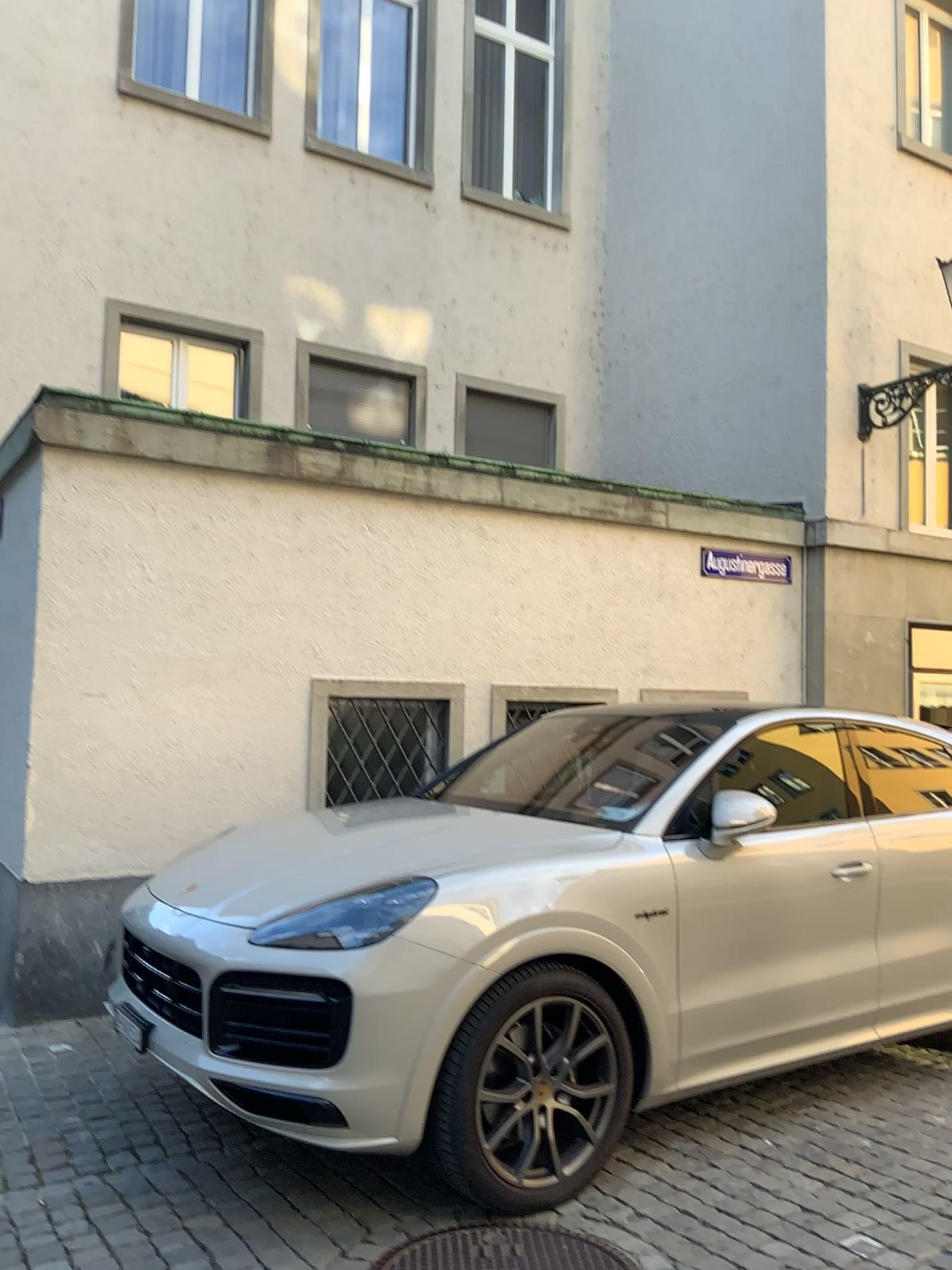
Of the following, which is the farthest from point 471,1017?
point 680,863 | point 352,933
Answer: point 680,863

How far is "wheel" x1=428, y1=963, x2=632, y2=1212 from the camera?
3.20m

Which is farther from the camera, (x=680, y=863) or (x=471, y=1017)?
(x=680, y=863)

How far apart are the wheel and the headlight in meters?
0.4

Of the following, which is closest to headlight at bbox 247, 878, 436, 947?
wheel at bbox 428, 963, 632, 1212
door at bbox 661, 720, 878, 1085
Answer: wheel at bbox 428, 963, 632, 1212

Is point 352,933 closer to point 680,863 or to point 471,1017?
point 471,1017

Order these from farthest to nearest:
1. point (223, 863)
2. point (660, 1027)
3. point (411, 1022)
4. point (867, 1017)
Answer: point (867, 1017)
point (223, 863)
point (660, 1027)
point (411, 1022)

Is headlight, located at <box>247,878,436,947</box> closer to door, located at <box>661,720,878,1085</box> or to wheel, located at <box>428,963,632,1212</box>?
wheel, located at <box>428,963,632,1212</box>

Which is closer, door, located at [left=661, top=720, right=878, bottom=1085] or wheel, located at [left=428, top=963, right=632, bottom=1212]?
wheel, located at [left=428, top=963, right=632, bottom=1212]
